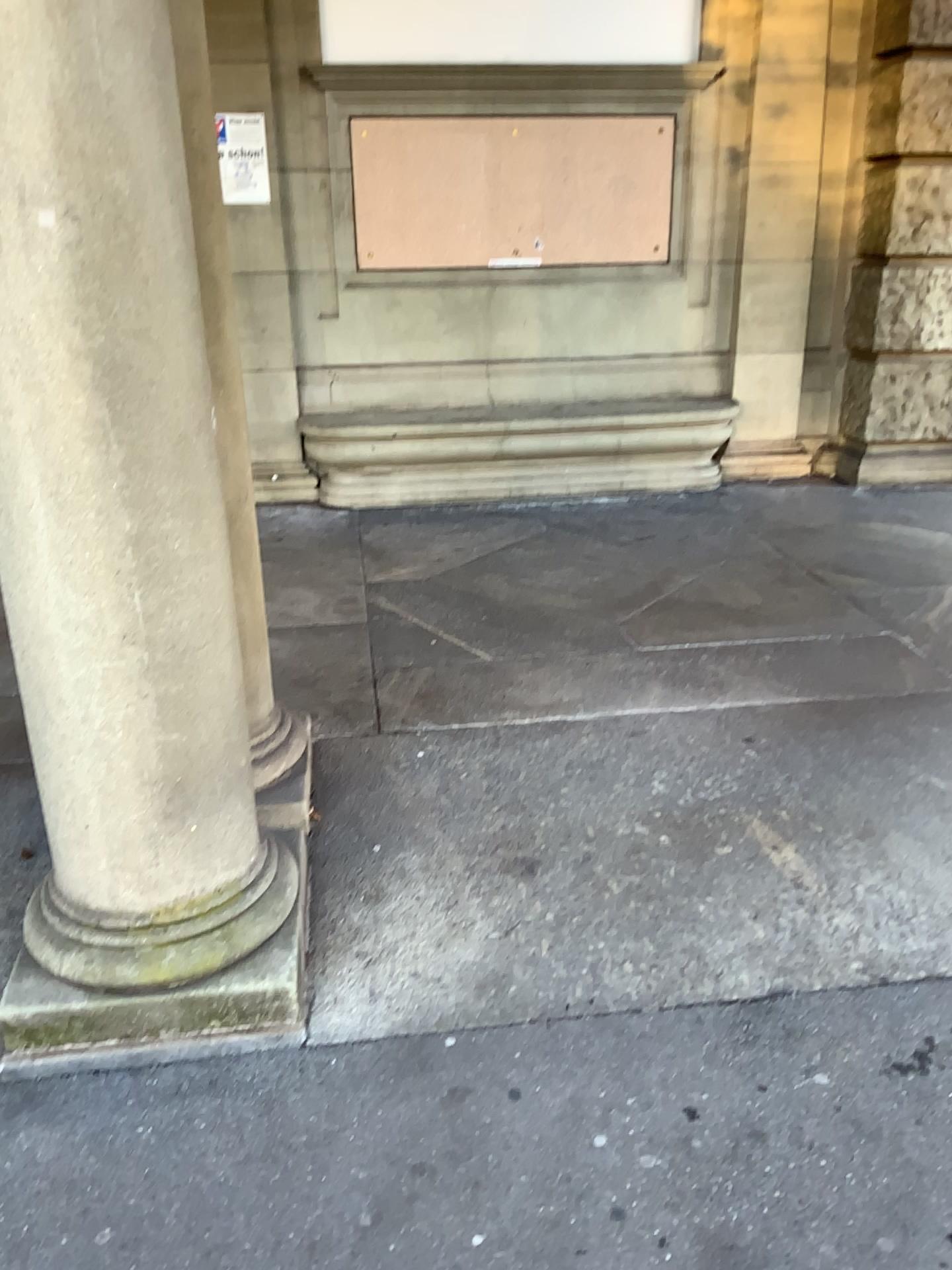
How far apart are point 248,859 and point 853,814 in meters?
1.6
